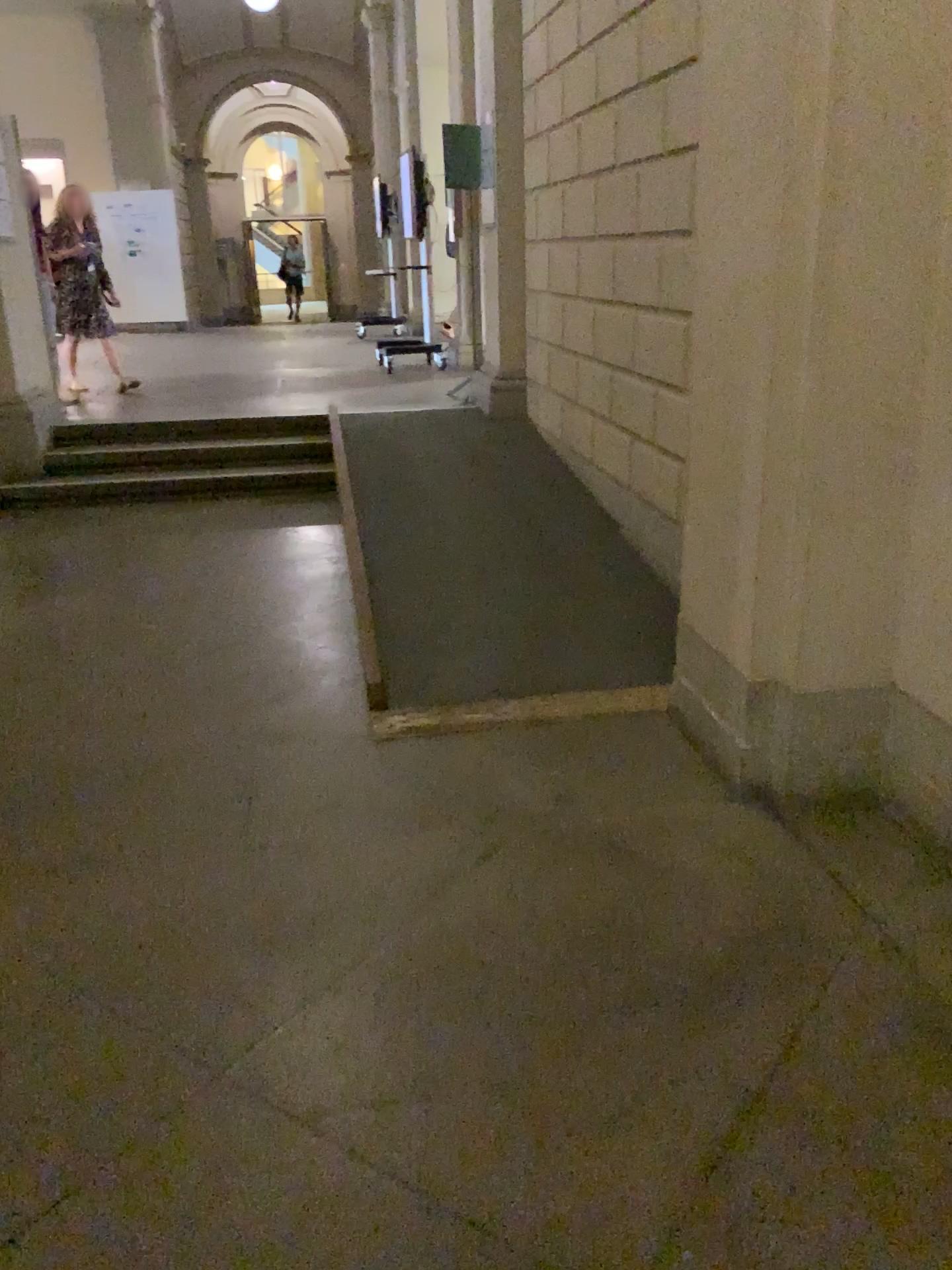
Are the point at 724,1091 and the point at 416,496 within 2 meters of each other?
no
